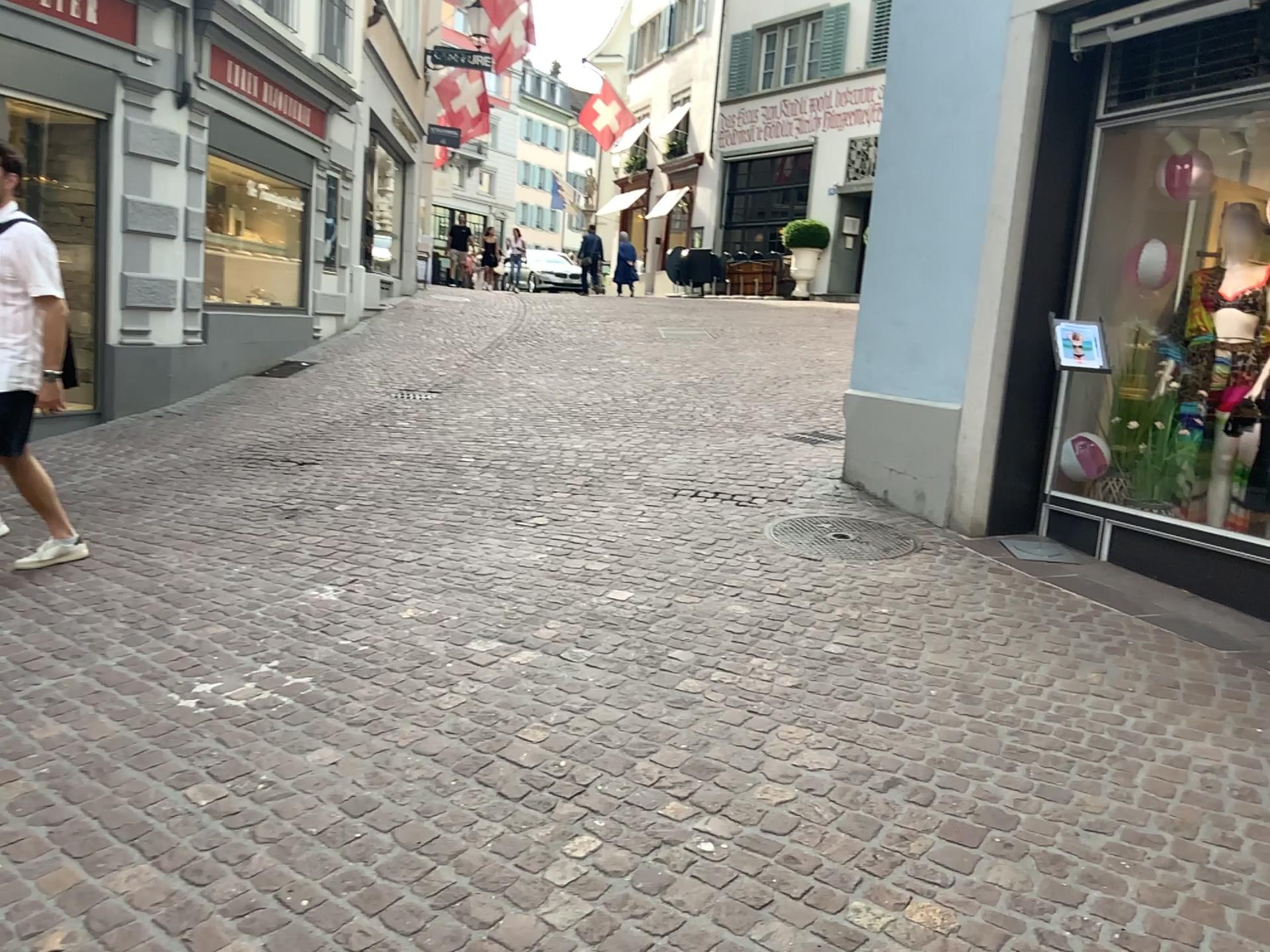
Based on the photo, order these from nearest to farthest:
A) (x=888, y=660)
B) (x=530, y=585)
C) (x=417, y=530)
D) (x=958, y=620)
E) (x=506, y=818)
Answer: (x=506, y=818) < (x=888, y=660) < (x=958, y=620) < (x=530, y=585) < (x=417, y=530)
